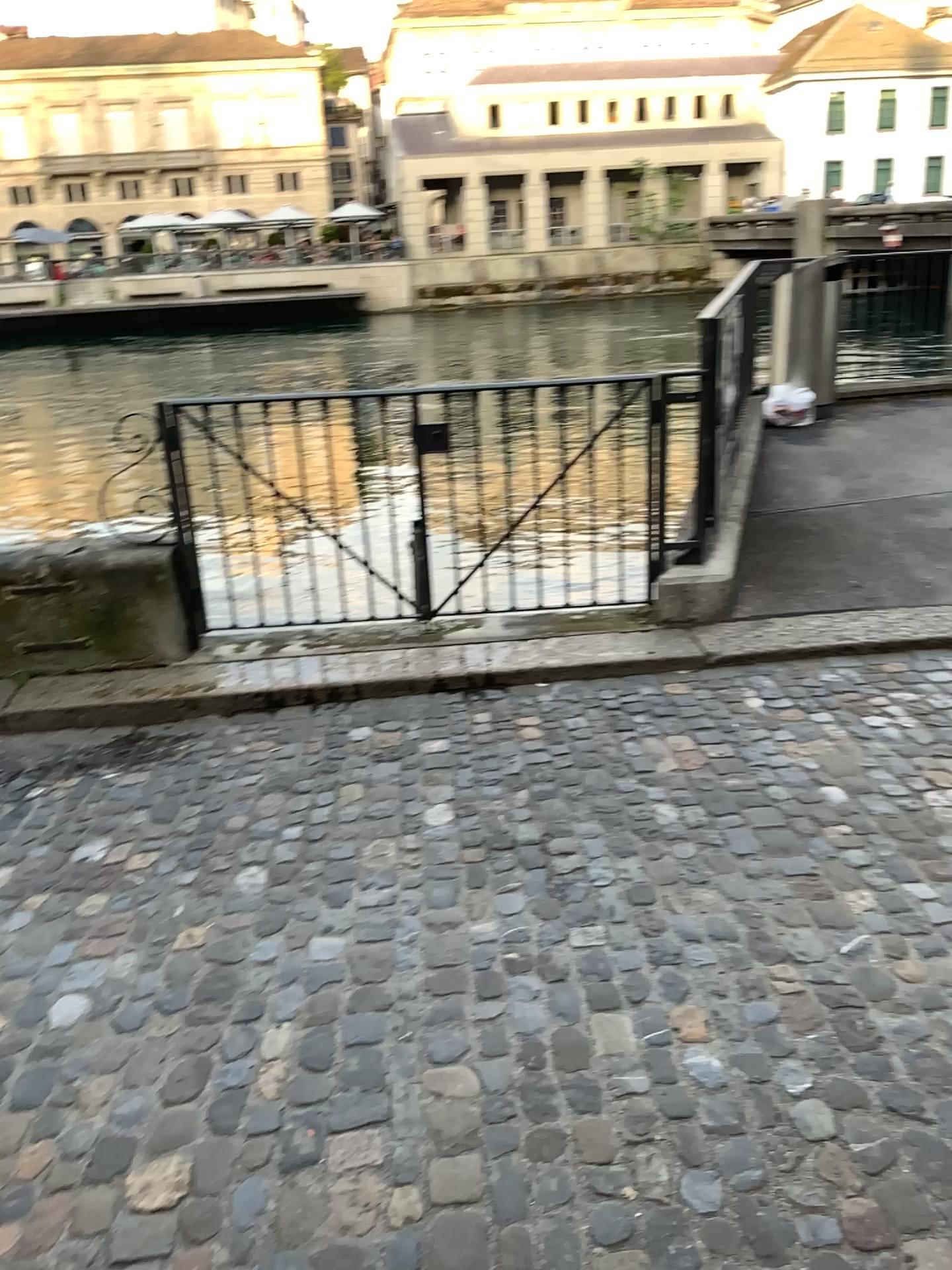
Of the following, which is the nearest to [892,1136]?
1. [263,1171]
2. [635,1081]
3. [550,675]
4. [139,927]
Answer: [635,1081]
